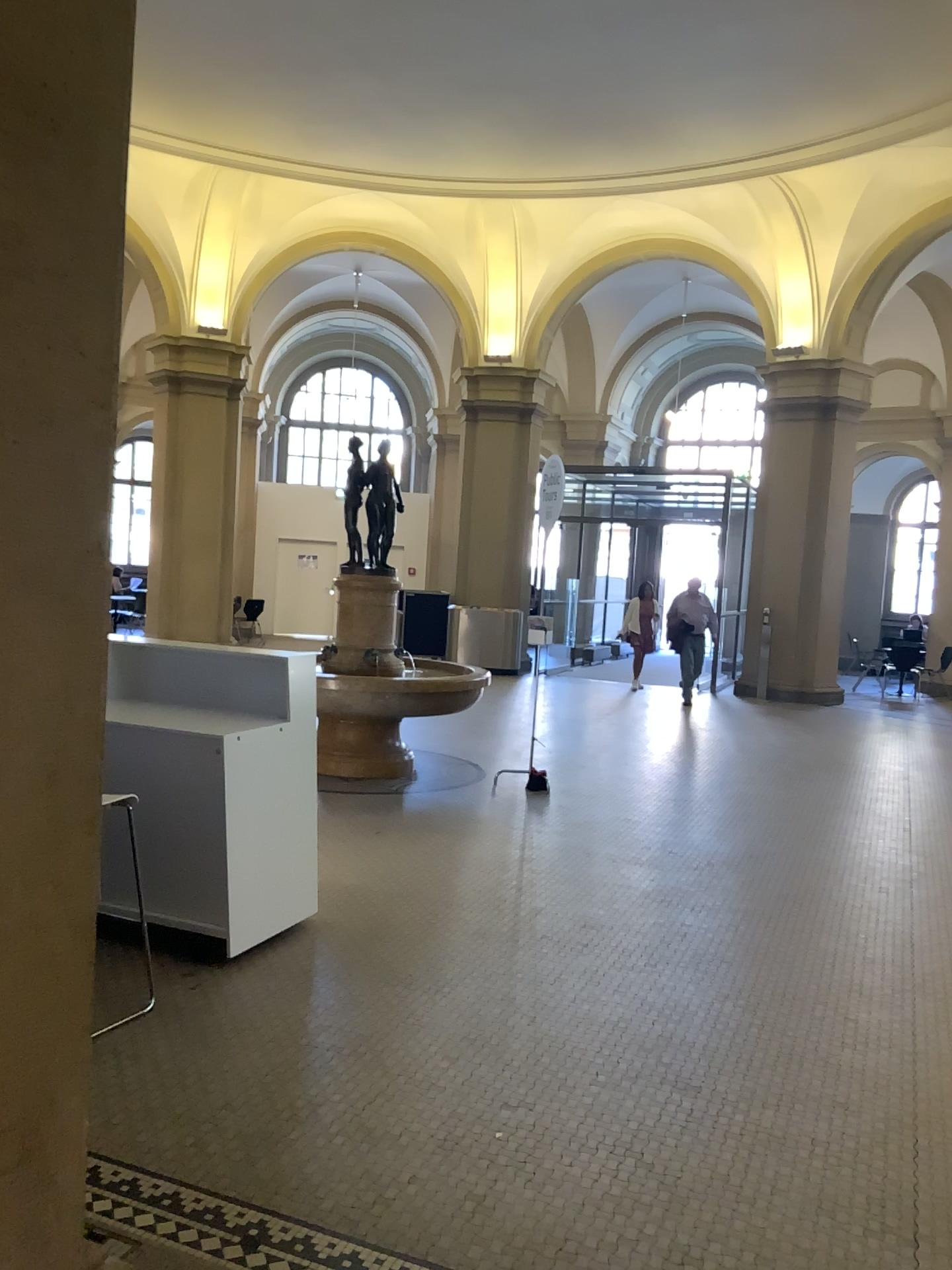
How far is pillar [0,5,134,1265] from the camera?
1.5m

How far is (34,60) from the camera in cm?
148

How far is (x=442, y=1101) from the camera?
3.1 meters
